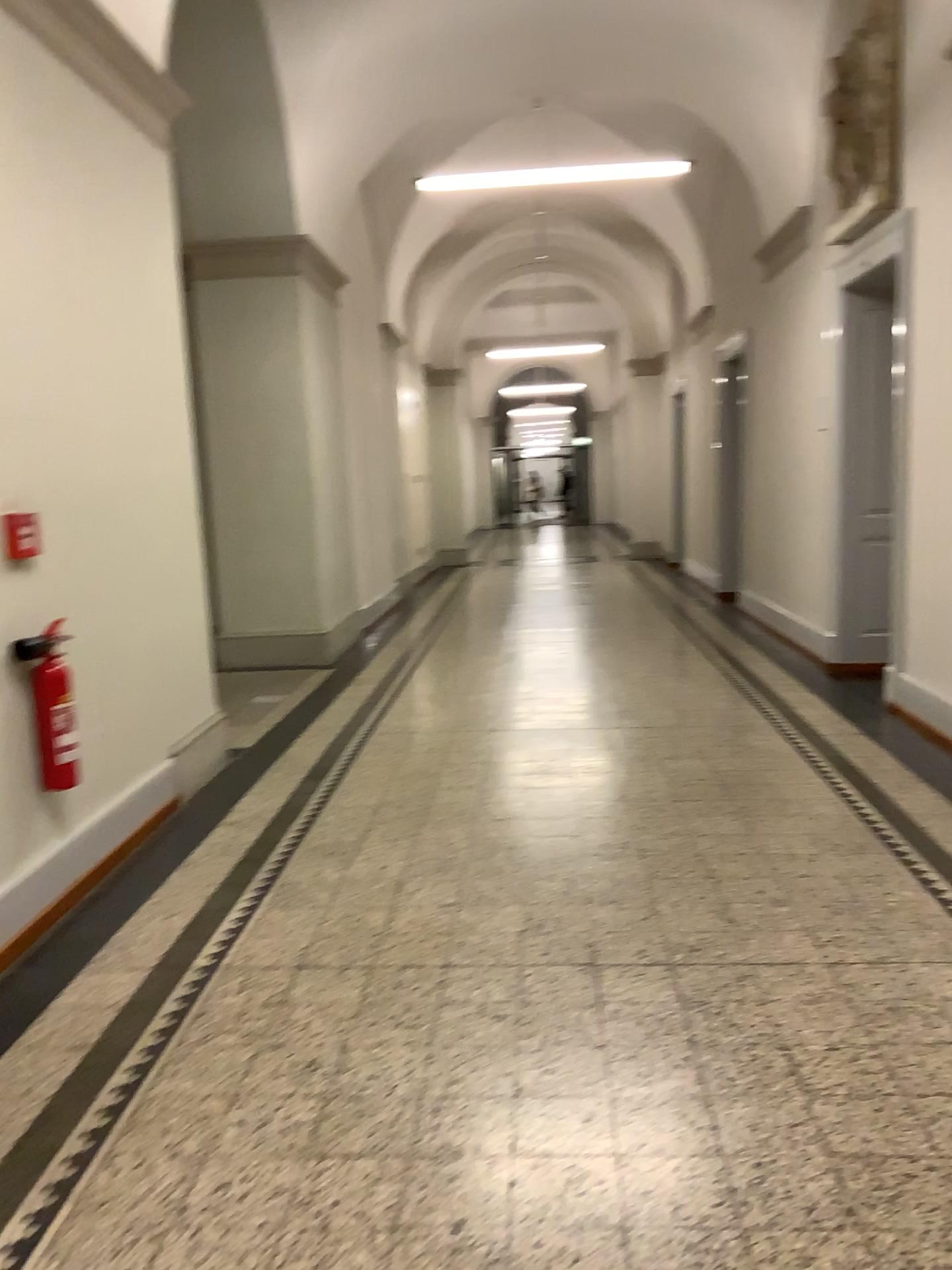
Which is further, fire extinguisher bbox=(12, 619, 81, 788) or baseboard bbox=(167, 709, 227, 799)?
baseboard bbox=(167, 709, 227, 799)

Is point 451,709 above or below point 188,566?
below

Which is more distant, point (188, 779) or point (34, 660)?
point (188, 779)

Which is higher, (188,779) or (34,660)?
(34,660)

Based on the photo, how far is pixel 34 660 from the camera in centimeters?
323cm

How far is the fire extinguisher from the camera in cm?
323
